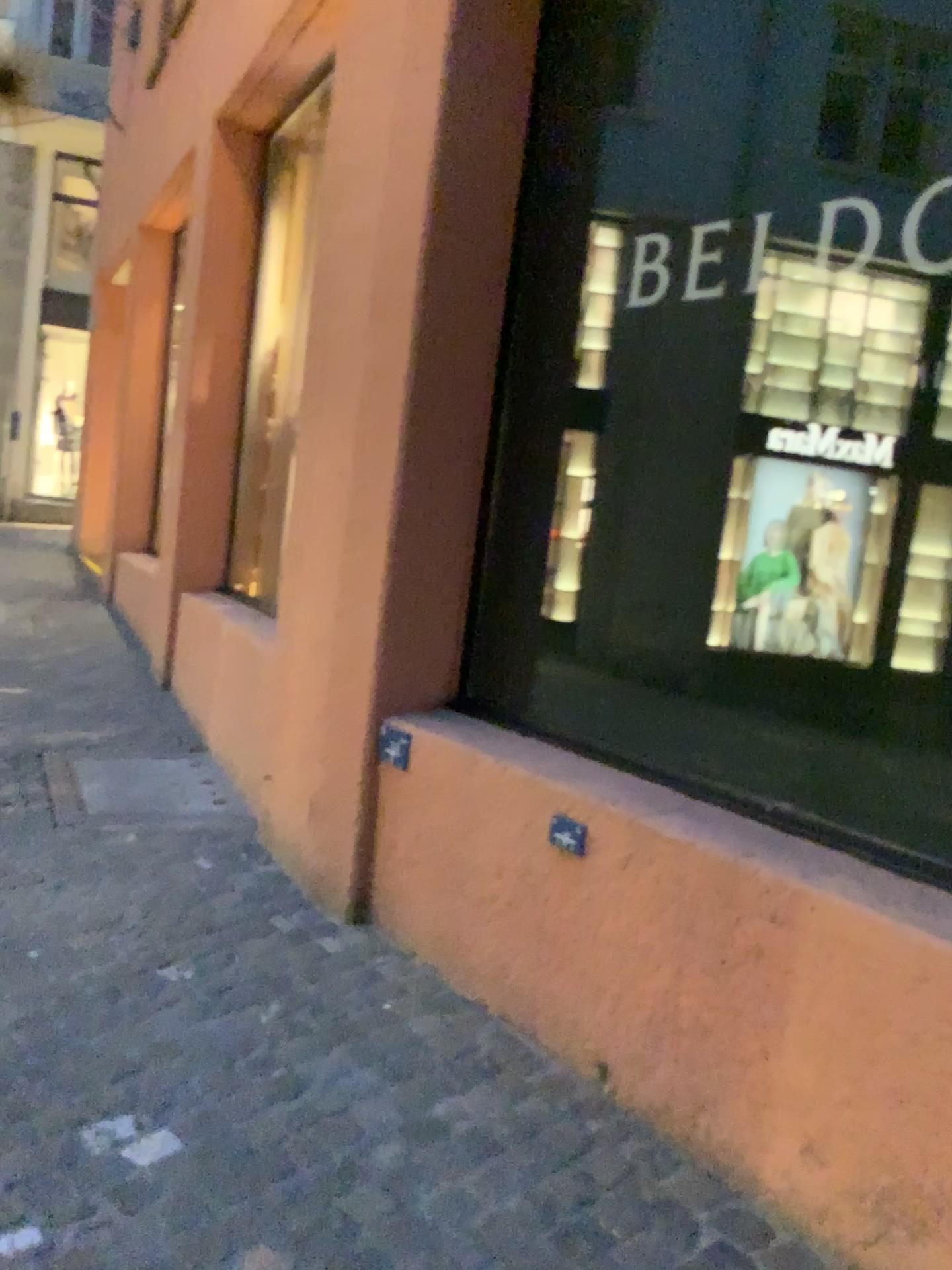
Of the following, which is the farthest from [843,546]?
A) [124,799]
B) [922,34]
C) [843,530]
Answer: [124,799]

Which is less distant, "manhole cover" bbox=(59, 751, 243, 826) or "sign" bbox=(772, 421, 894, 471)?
"sign" bbox=(772, 421, 894, 471)

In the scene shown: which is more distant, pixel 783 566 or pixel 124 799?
pixel 124 799

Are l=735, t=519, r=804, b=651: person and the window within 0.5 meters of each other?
no

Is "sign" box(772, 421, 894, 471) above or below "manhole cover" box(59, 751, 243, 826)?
above

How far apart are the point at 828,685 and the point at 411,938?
1.4 meters

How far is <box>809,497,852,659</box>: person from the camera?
2.2 meters

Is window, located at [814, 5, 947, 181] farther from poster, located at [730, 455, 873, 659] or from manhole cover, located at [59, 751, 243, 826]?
manhole cover, located at [59, 751, 243, 826]

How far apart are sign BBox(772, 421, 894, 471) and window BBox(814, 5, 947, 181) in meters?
0.5 m

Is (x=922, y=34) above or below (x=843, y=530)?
above
